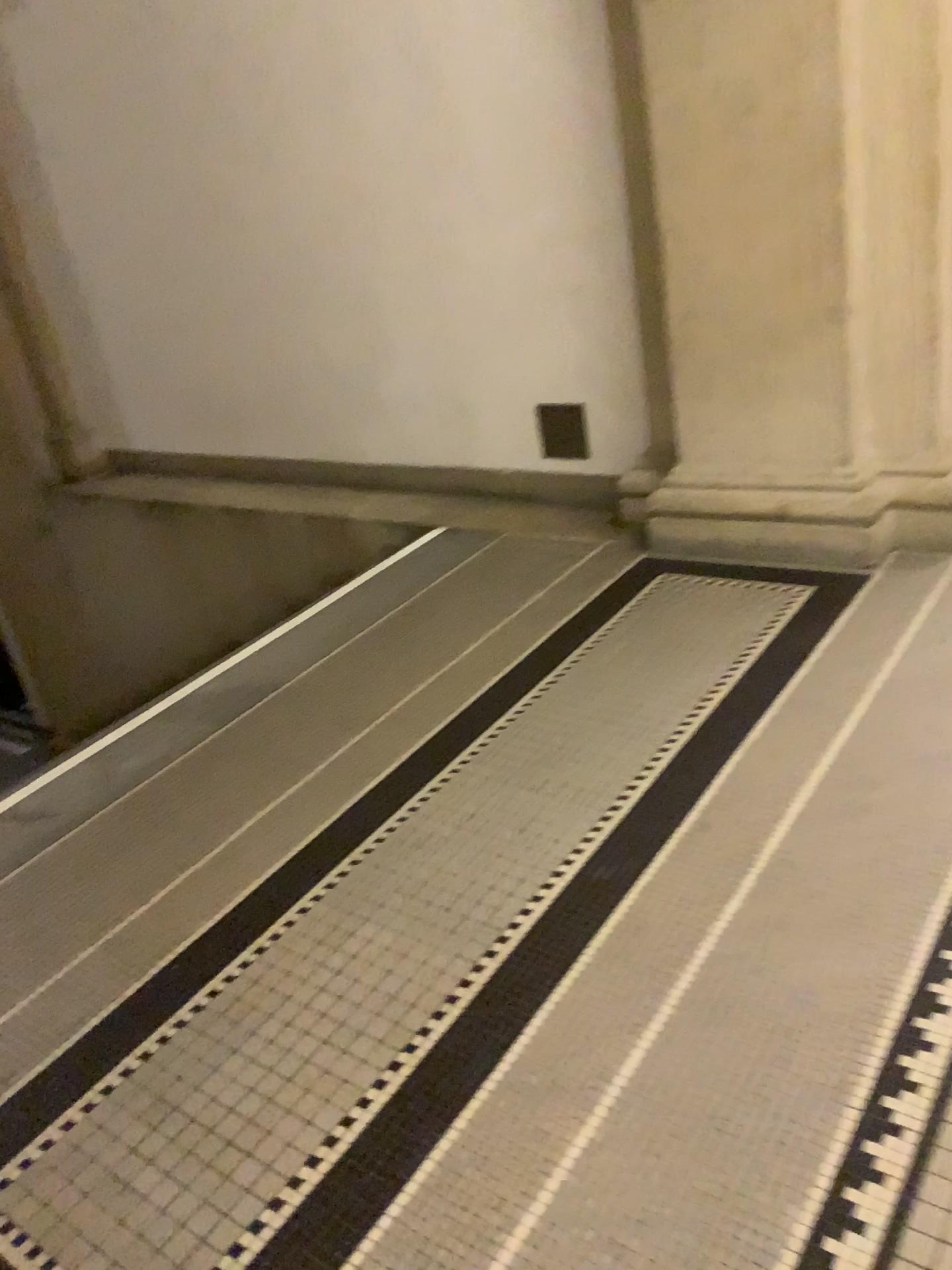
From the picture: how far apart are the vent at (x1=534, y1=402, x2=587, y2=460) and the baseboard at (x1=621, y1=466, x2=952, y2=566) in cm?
51

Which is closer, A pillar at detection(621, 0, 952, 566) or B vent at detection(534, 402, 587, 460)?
A pillar at detection(621, 0, 952, 566)

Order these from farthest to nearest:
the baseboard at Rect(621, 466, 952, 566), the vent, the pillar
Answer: the vent, the baseboard at Rect(621, 466, 952, 566), the pillar

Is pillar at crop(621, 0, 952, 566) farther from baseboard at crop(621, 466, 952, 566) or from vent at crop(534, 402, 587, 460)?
vent at crop(534, 402, 587, 460)

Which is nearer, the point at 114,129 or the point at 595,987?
the point at 595,987

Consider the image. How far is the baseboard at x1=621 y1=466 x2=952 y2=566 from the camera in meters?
3.0

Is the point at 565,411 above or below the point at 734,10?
below

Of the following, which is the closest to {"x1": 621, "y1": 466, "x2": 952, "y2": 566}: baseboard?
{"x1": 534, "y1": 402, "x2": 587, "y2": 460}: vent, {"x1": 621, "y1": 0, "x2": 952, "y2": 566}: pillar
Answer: {"x1": 621, "y1": 0, "x2": 952, "y2": 566}: pillar

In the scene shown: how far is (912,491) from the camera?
3.0 meters

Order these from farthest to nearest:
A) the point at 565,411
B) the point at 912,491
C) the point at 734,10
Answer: the point at 565,411 → the point at 912,491 → the point at 734,10
